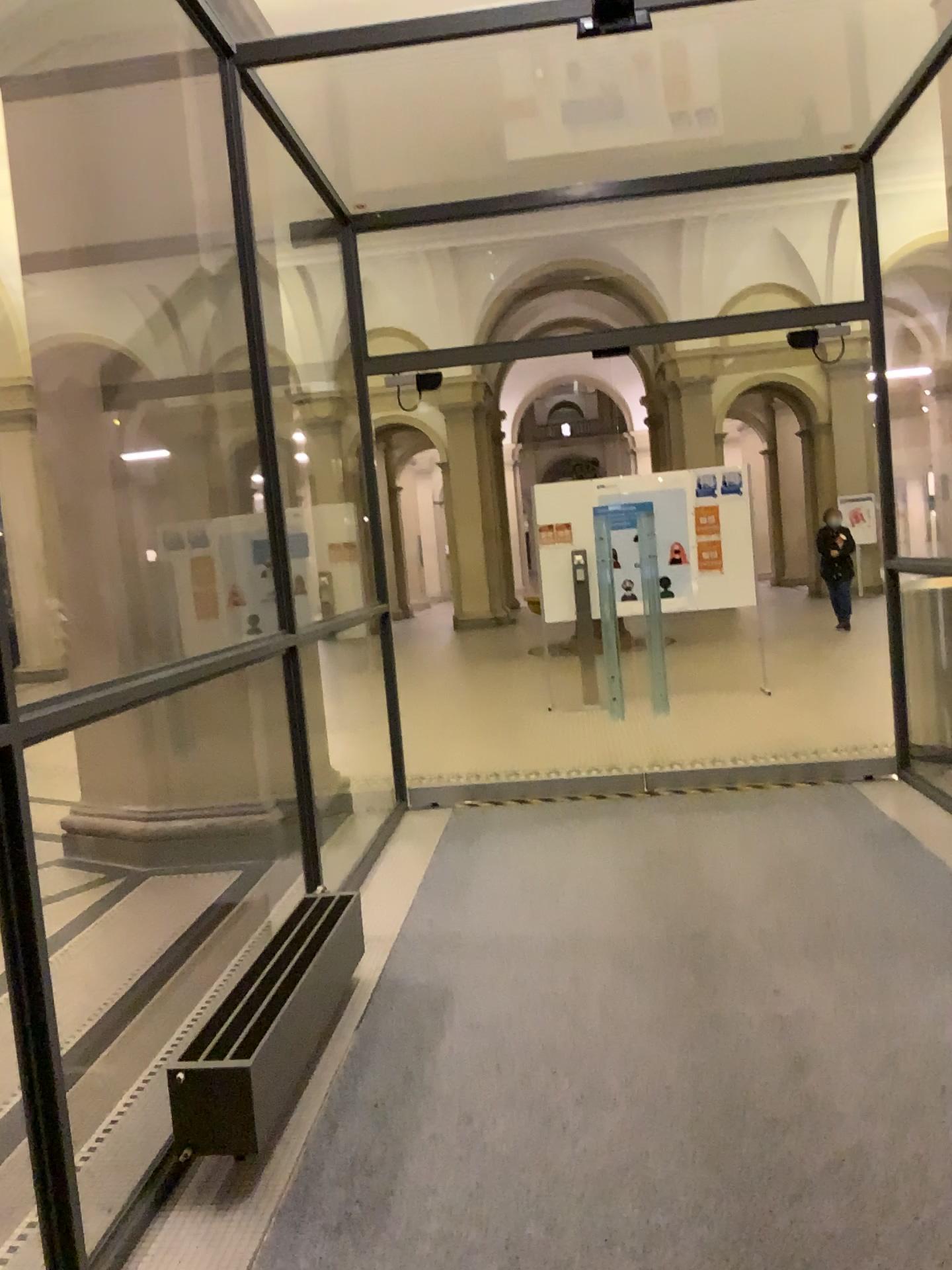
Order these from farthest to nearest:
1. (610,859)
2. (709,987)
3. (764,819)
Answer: (764,819) → (610,859) → (709,987)
